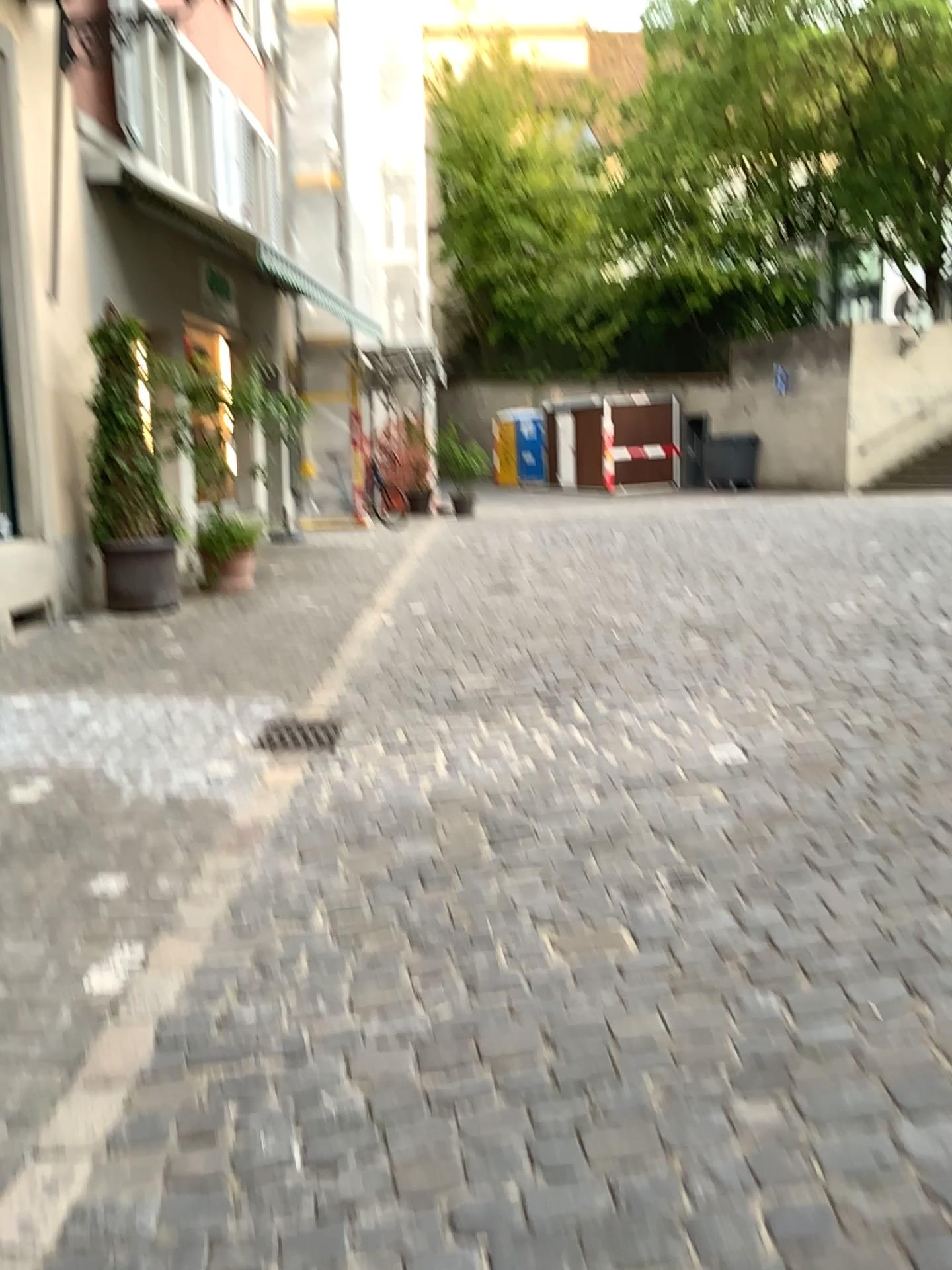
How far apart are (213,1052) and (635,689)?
3.26m
